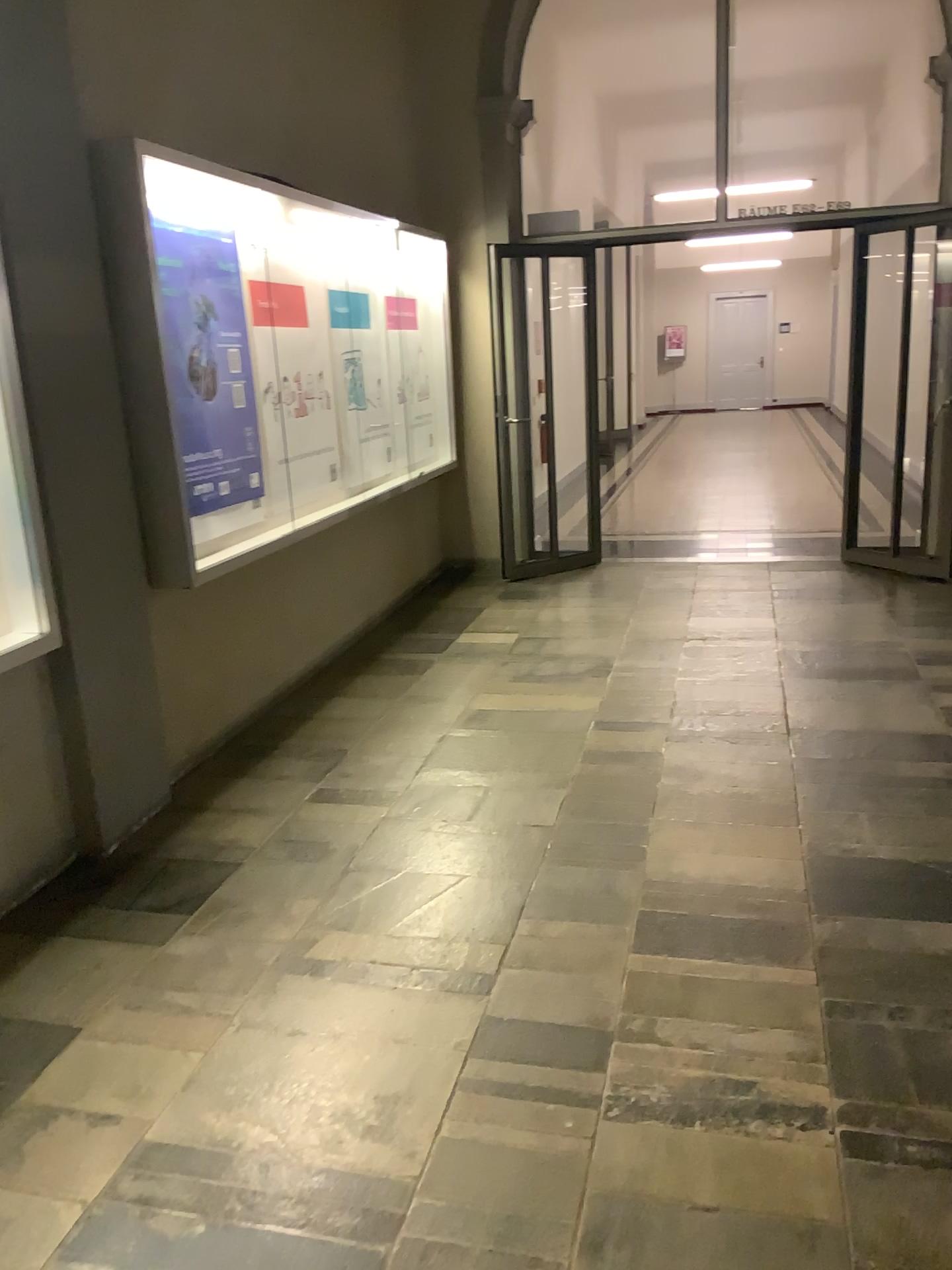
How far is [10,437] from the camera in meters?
2.8 m

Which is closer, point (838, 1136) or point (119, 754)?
point (838, 1136)

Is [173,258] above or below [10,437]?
above

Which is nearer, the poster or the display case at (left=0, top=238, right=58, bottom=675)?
the display case at (left=0, top=238, right=58, bottom=675)

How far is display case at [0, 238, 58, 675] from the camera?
2.8 meters

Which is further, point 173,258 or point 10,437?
point 173,258
